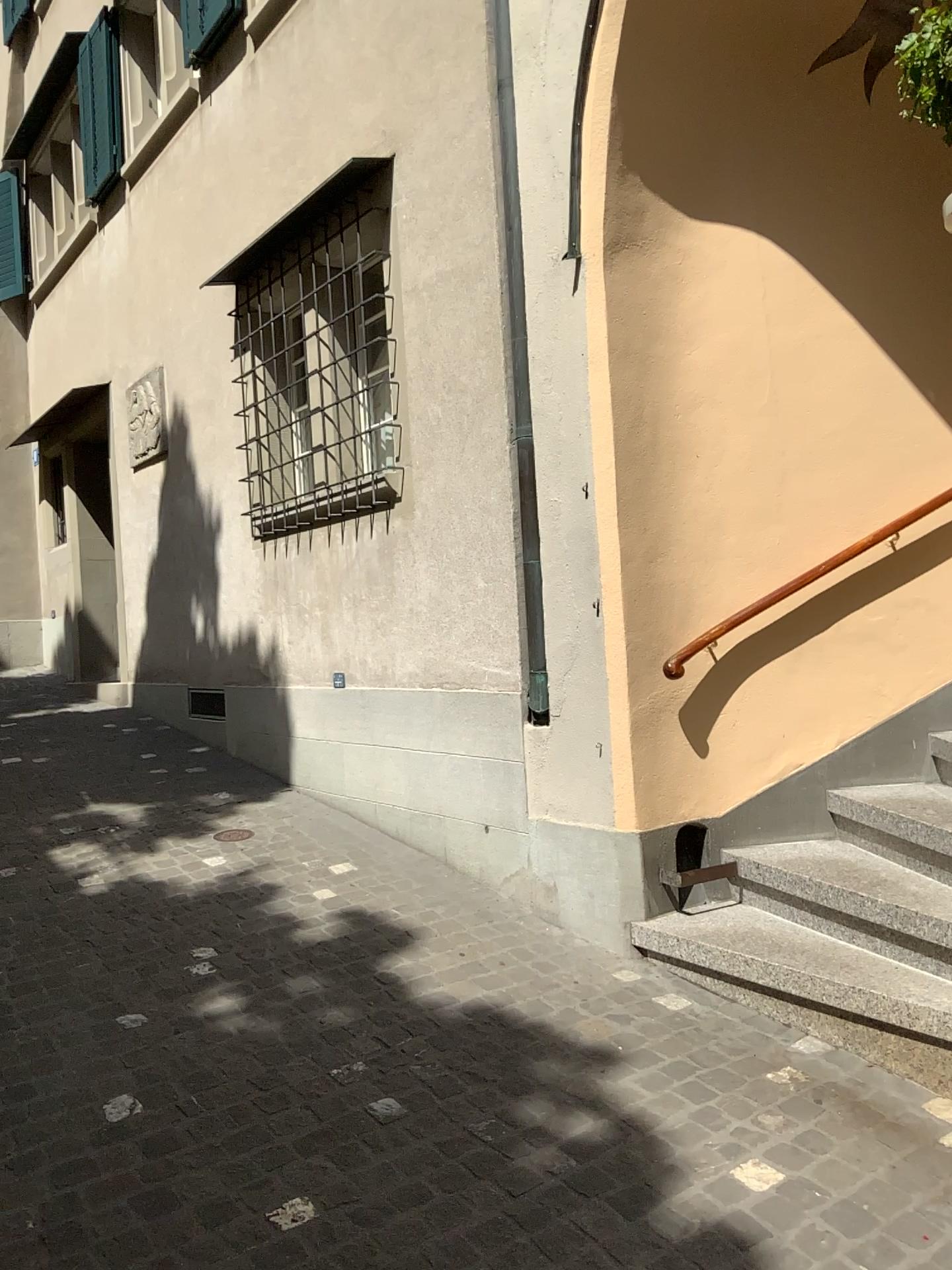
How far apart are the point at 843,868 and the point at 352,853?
2.23m

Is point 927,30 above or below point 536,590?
above

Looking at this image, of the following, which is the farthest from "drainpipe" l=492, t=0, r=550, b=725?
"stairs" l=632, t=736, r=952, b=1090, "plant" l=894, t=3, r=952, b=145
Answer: "plant" l=894, t=3, r=952, b=145

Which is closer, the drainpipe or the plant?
the plant

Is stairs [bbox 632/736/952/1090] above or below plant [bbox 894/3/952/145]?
below

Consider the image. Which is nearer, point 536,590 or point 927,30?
point 927,30

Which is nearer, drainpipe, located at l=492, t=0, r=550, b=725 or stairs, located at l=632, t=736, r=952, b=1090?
stairs, located at l=632, t=736, r=952, b=1090

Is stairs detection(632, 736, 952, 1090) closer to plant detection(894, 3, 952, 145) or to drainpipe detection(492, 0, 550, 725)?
drainpipe detection(492, 0, 550, 725)

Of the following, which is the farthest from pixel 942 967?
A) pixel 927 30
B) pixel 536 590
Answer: pixel 927 30
